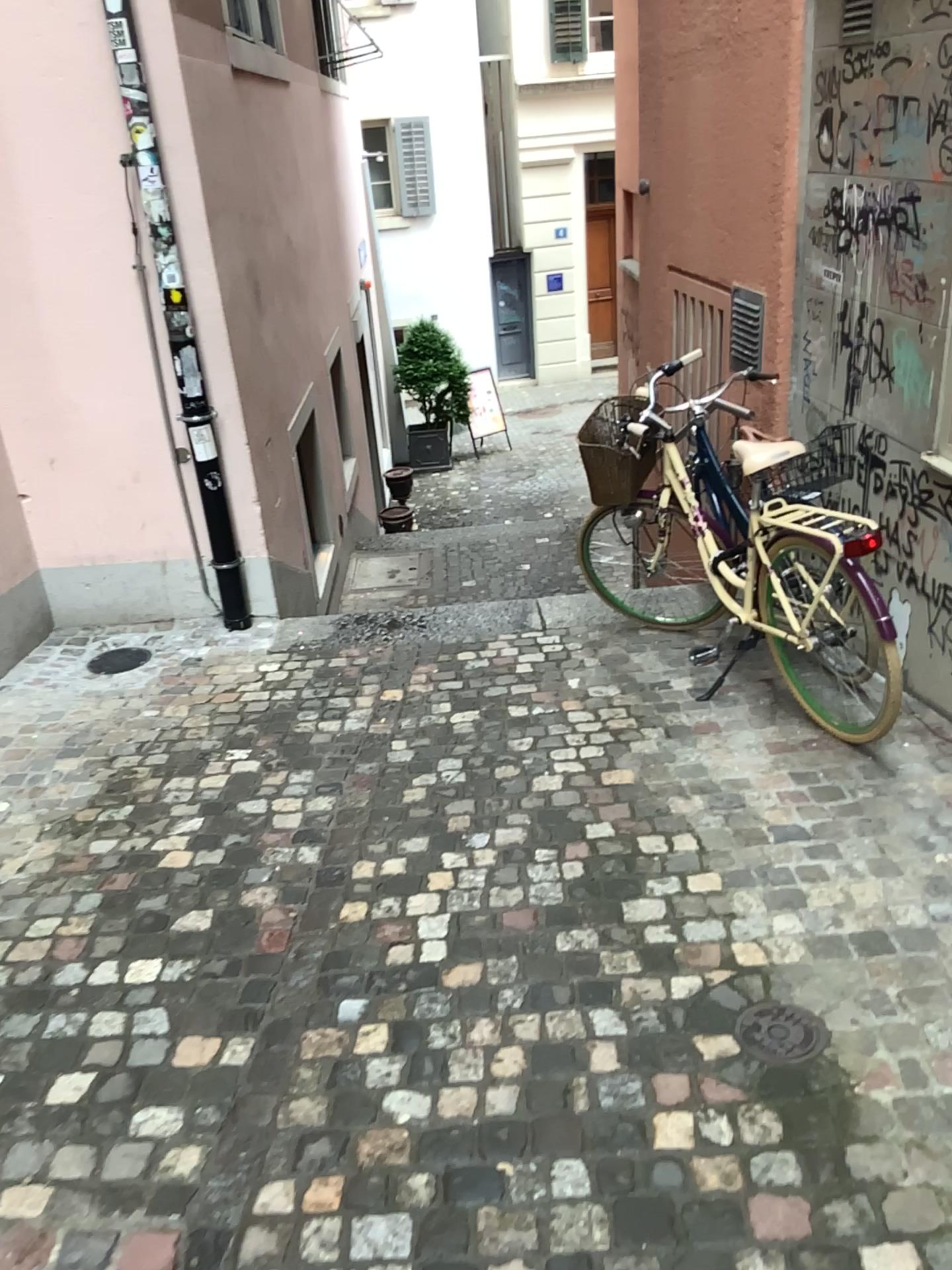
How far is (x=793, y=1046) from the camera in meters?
2.1

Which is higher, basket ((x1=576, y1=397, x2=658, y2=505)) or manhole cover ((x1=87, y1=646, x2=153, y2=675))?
basket ((x1=576, y1=397, x2=658, y2=505))

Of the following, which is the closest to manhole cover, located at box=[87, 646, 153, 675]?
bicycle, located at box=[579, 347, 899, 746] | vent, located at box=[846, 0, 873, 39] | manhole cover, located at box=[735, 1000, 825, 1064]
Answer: bicycle, located at box=[579, 347, 899, 746]

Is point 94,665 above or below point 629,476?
below

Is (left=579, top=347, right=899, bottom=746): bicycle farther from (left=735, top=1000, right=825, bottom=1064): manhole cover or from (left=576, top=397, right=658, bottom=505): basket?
(left=735, top=1000, right=825, bottom=1064): manhole cover

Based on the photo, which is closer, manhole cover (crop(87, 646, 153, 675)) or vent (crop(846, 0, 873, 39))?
vent (crop(846, 0, 873, 39))

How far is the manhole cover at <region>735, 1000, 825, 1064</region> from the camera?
2.14m

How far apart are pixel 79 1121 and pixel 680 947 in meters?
1.4

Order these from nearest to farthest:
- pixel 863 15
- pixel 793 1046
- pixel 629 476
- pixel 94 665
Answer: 1. pixel 793 1046
2. pixel 863 15
3. pixel 629 476
4. pixel 94 665

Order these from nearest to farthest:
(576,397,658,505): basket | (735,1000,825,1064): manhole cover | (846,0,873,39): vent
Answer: (735,1000,825,1064): manhole cover, (846,0,873,39): vent, (576,397,658,505): basket
